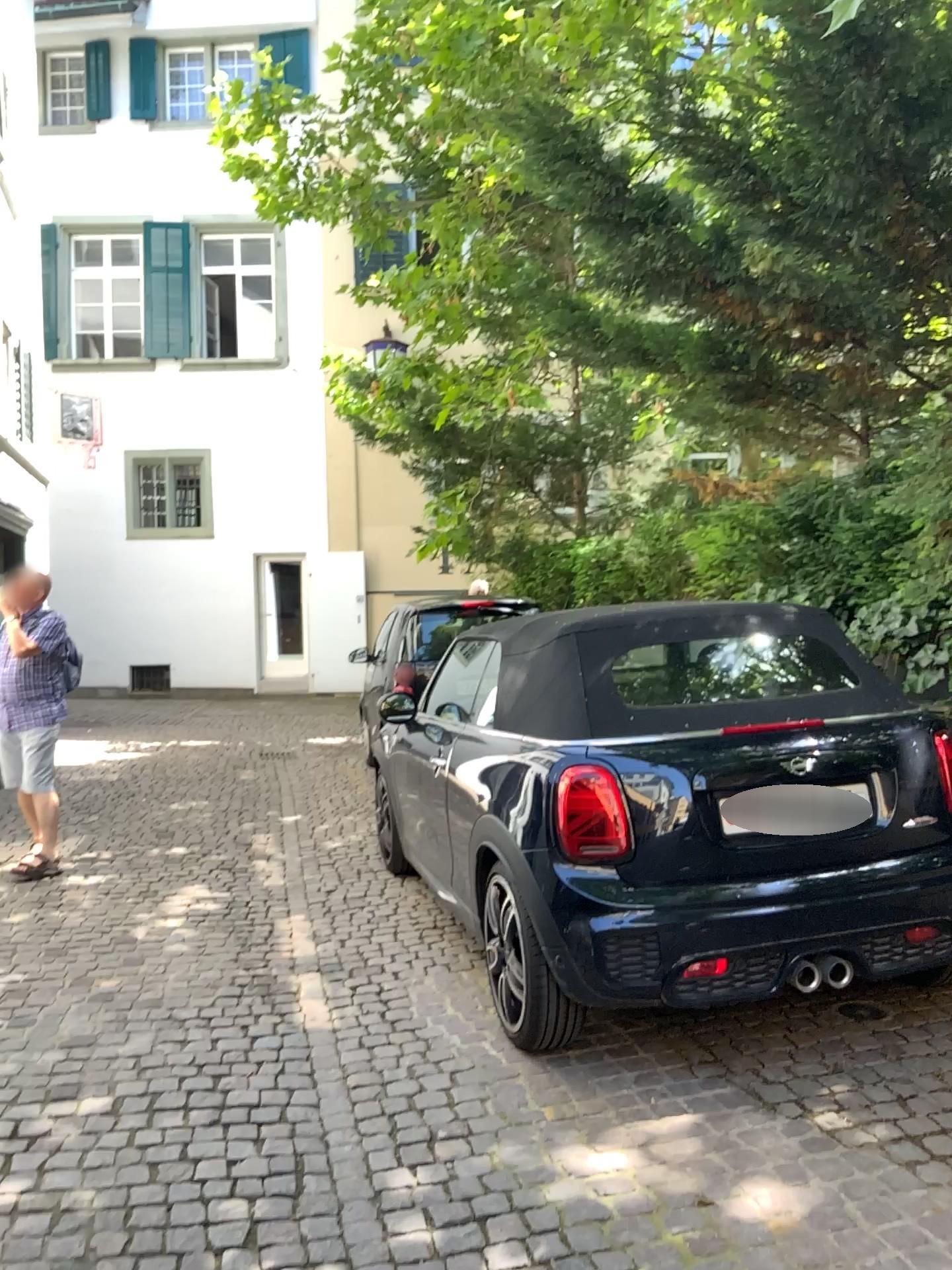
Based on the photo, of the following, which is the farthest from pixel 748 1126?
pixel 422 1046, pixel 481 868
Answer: pixel 481 868
